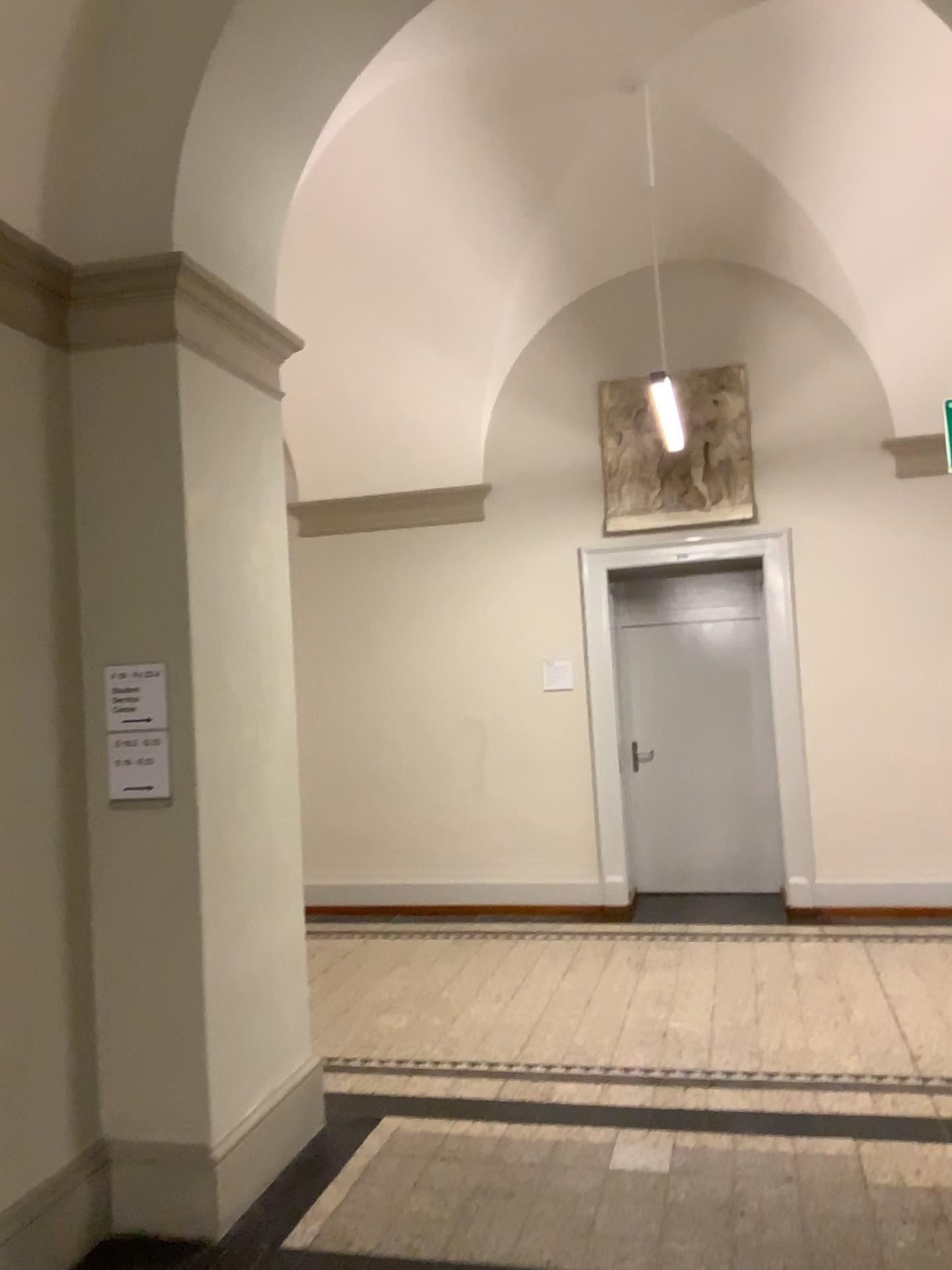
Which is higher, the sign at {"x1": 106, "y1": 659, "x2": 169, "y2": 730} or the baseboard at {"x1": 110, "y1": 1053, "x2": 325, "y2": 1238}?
the sign at {"x1": 106, "y1": 659, "x2": 169, "y2": 730}

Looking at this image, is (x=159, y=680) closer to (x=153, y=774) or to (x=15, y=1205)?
(x=153, y=774)

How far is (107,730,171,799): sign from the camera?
3.3 meters

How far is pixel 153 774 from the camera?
3.3m

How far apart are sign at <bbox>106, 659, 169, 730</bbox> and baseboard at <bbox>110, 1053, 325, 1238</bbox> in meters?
1.3

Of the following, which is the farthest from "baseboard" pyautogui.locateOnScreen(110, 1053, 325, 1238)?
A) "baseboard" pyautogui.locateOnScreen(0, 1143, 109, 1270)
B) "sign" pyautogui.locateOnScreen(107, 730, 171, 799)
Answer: "sign" pyautogui.locateOnScreen(107, 730, 171, 799)

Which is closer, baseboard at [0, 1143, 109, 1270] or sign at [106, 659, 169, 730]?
baseboard at [0, 1143, 109, 1270]

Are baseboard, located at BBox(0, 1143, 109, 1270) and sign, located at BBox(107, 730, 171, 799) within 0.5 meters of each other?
no

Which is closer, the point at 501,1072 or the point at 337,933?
the point at 501,1072

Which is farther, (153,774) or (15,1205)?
(153,774)
